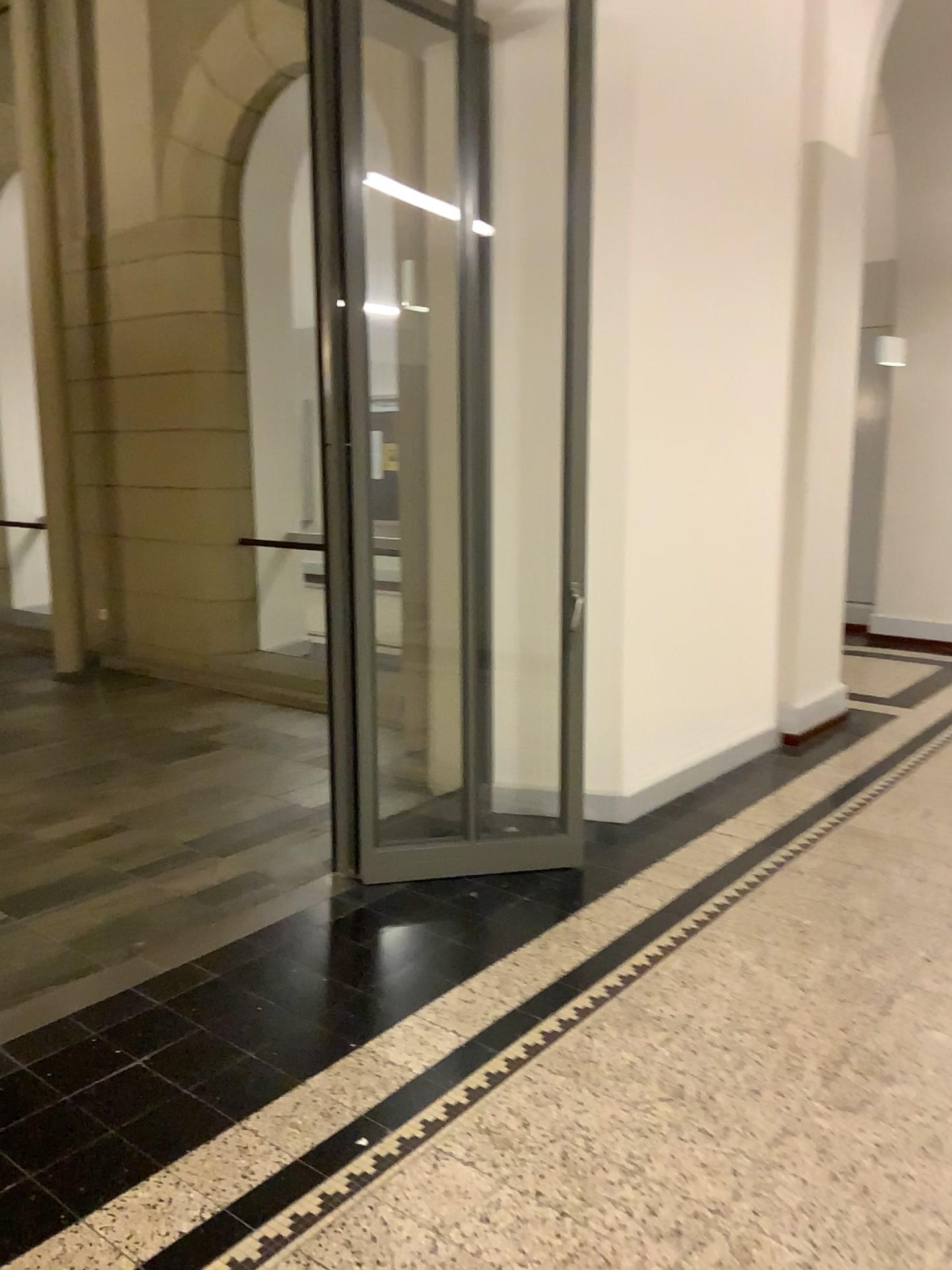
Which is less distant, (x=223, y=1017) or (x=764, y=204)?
(x=223, y=1017)
